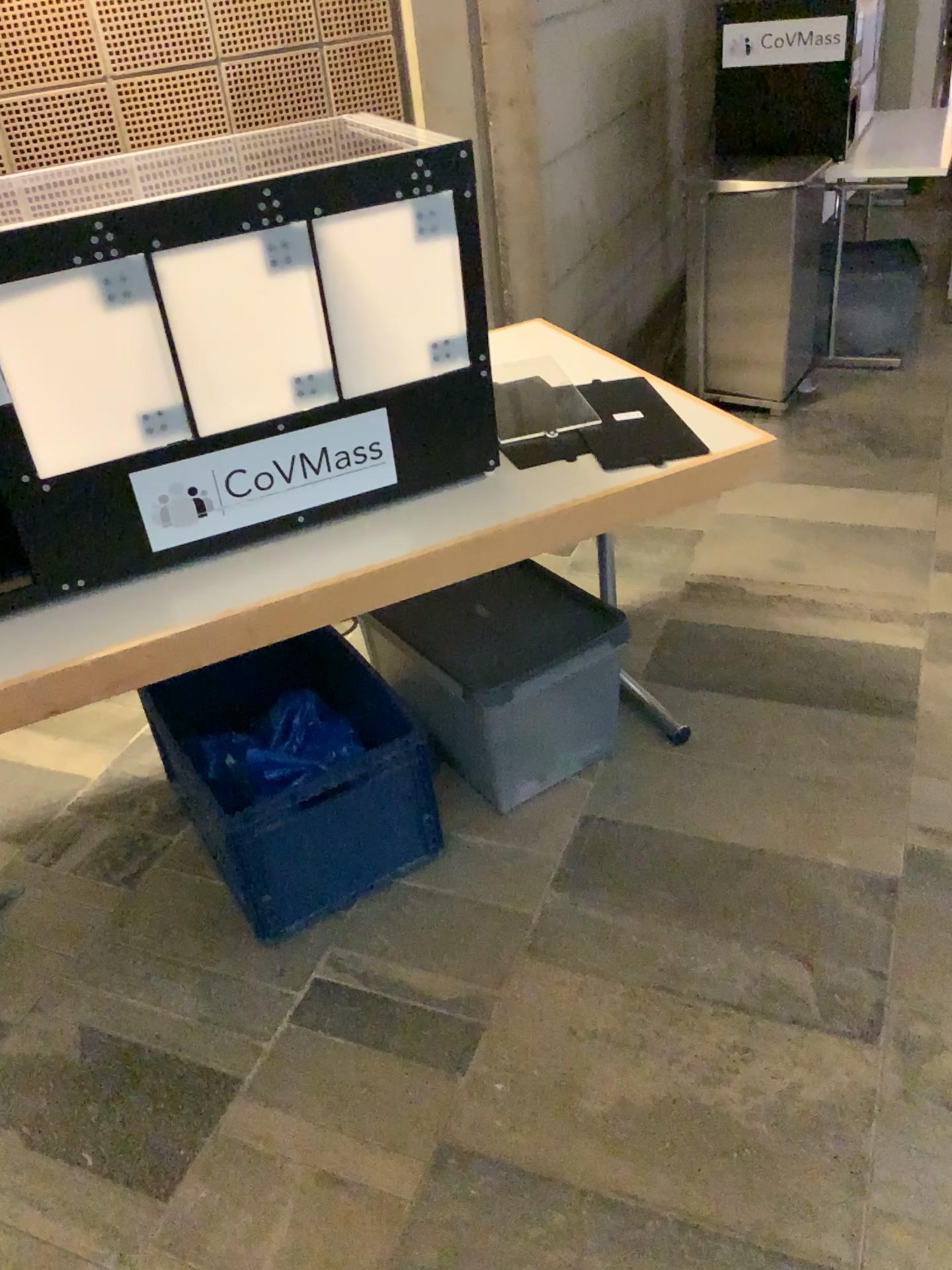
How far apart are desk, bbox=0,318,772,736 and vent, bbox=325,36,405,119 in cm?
125

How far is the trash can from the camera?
2.0 meters

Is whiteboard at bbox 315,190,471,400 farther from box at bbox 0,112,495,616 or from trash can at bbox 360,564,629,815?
trash can at bbox 360,564,629,815

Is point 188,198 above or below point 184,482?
above

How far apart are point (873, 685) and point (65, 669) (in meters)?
1.73

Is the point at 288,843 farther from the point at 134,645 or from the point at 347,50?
the point at 347,50

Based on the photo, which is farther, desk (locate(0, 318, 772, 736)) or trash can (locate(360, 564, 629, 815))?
trash can (locate(360, 564, 629, 815))

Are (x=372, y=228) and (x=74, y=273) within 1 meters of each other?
yes

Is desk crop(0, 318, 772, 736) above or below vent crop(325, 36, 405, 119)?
below

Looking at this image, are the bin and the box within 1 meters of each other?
yes
